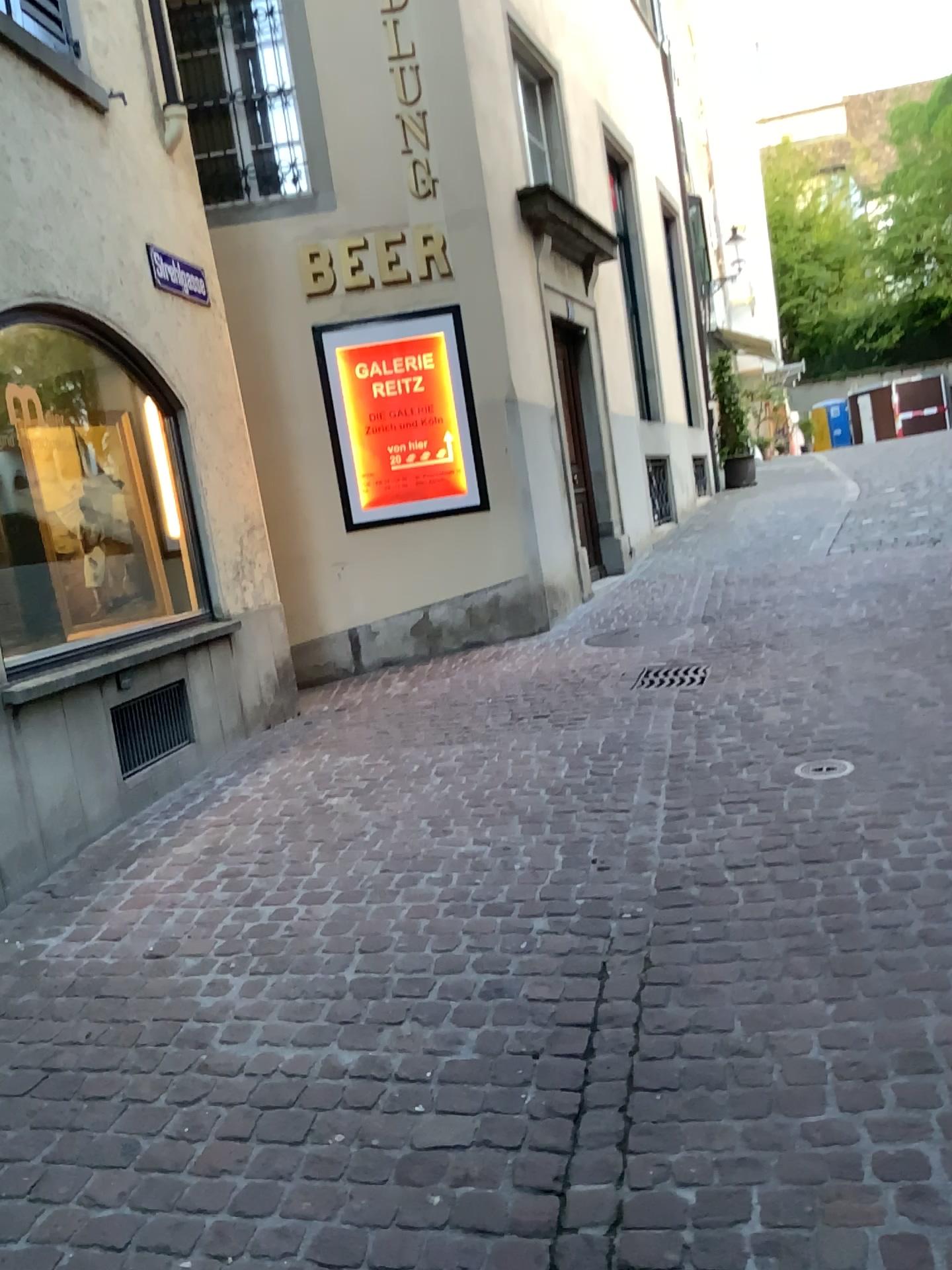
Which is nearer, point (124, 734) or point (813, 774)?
point (813, 774)

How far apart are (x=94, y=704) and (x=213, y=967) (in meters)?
1.65

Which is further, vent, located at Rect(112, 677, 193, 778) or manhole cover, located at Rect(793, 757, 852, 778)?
vent, located at Rect(112, 677, 193, 778)

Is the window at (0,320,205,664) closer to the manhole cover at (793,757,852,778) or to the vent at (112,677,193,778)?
the vent at (112,677,193,778)

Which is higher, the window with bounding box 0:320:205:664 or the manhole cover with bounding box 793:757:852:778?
the window with bounding box 0:320:205:664

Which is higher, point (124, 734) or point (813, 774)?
point (124, 734)

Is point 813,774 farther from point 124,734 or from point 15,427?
point 15,427

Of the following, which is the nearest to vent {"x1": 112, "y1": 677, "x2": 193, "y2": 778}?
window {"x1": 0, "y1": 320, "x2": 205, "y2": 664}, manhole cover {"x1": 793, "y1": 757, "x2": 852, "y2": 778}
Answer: window {"x1": 0, "y1": 320, "x2": 205, "y2": 664}
